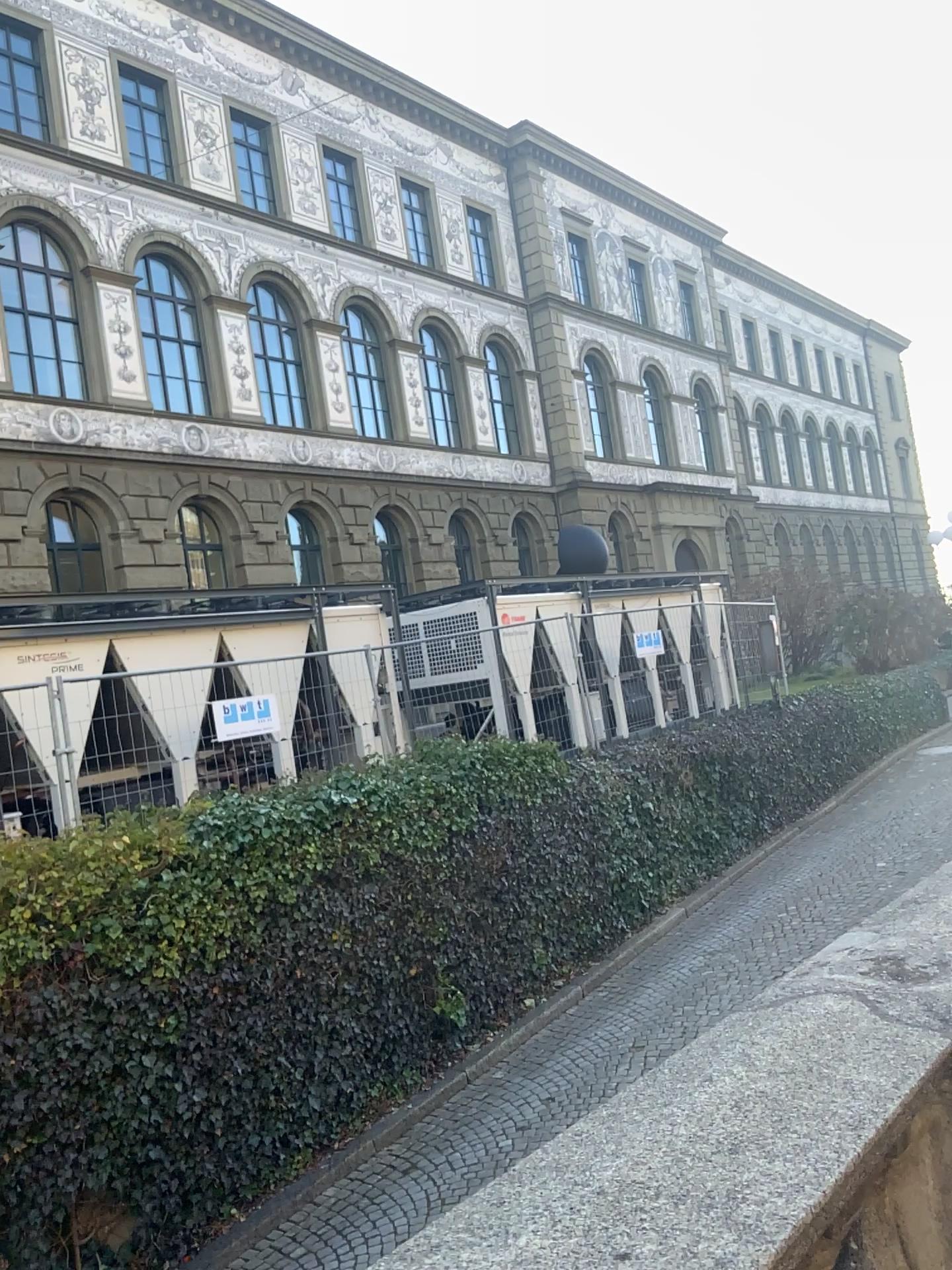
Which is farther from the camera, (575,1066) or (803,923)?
(803,923)
